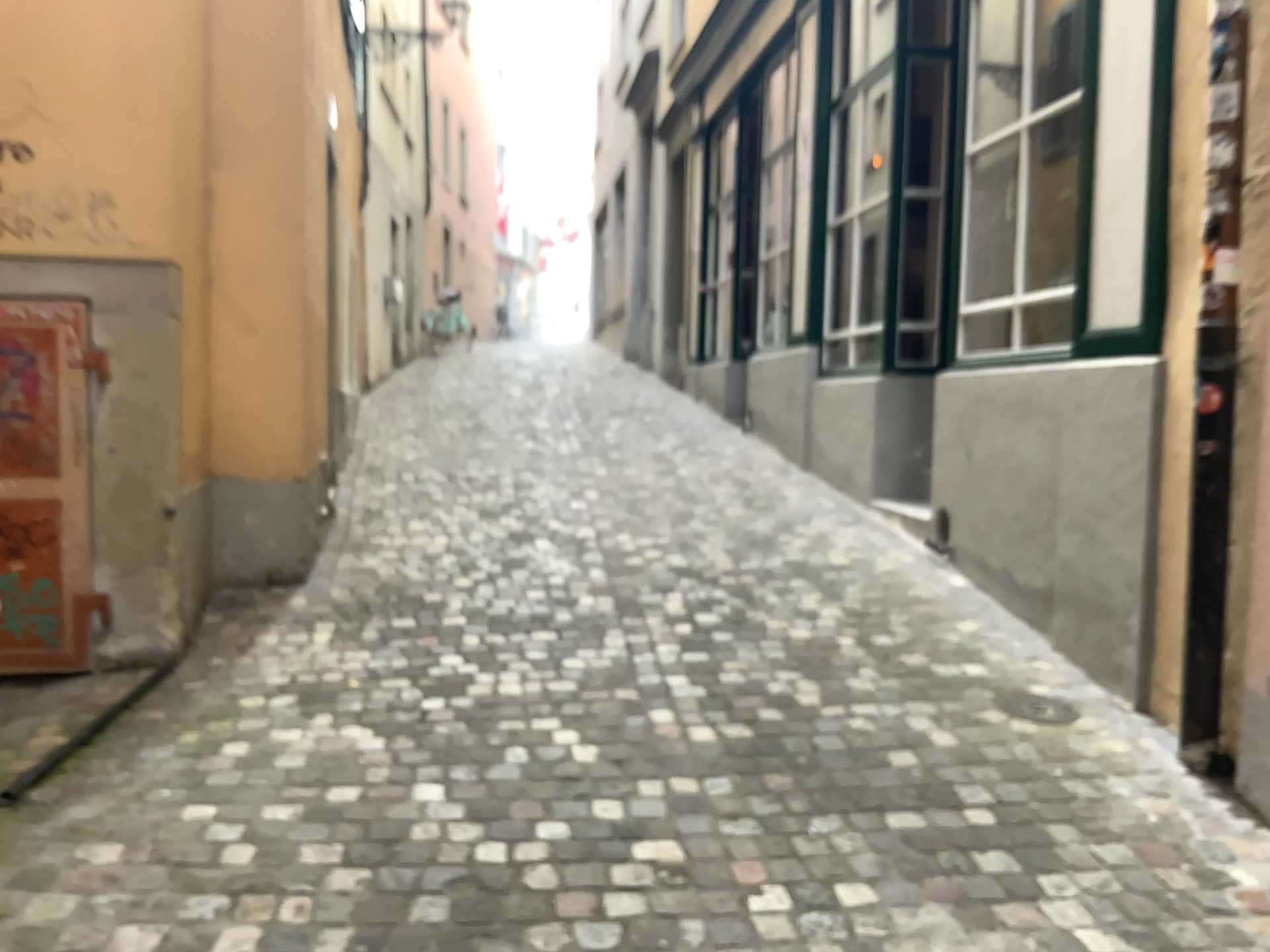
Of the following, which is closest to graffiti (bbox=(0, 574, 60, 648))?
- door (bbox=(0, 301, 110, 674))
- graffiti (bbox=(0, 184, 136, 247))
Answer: door (bbox=(0, 301, 110, 674))

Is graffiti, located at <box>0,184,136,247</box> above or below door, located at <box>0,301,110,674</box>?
above

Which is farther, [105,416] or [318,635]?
[318,635]

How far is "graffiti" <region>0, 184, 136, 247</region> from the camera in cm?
357

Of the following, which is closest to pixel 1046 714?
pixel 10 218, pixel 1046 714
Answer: pixel 1046 714

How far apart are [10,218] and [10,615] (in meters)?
1.33

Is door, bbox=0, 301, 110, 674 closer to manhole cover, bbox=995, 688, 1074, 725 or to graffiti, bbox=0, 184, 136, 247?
graffiti, bbox=0, 184, 136, 247

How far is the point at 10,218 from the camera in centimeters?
357cm

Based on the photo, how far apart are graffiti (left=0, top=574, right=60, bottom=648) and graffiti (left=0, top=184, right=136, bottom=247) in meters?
→ 1.2

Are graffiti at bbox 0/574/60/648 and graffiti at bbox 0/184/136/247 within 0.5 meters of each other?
no
